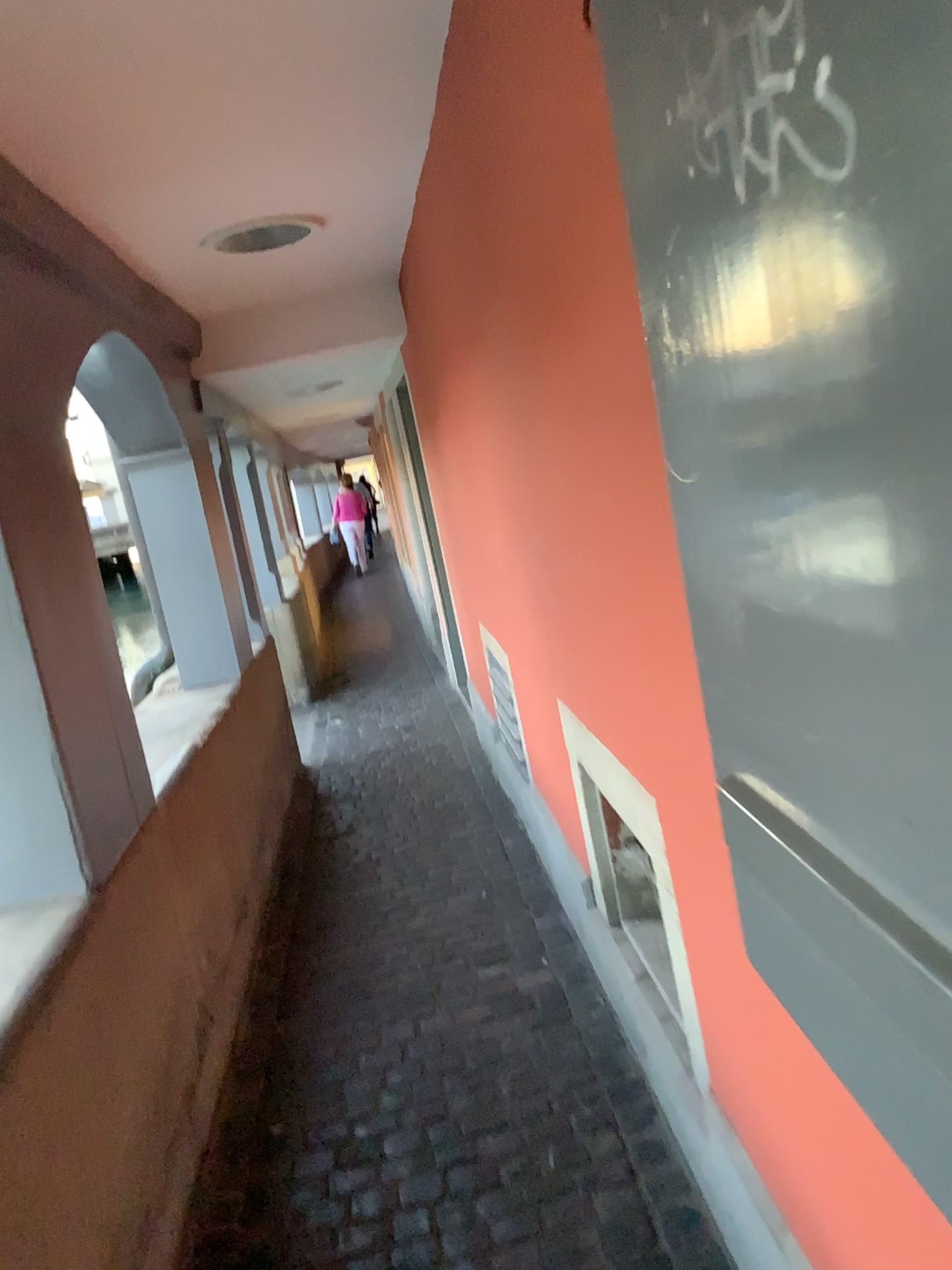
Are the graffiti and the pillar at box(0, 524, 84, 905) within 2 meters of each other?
yes

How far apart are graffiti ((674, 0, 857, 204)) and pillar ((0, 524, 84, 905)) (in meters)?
1.67

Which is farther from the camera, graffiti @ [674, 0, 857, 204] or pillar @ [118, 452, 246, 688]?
pillar @ [118, 452, 246, 688]

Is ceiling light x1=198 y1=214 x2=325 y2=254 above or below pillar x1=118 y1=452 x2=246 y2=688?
above

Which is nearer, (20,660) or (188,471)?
(20,660)

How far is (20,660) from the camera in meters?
2.1

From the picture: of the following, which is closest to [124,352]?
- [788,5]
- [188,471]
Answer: [188,471]

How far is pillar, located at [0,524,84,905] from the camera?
2.1m

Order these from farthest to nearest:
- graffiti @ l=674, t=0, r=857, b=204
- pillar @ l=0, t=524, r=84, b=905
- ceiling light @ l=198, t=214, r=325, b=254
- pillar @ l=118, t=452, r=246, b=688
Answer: pillar @ l=118, t=452, r=246, b=688, ceiling light @ l=198, t=214, r=325, b=254, pillar @ l=0, t=524, r=84, b=905, graffiti @ l=674, t=0, r=857, b=204

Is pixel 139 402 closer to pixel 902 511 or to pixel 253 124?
pixel 253 124
